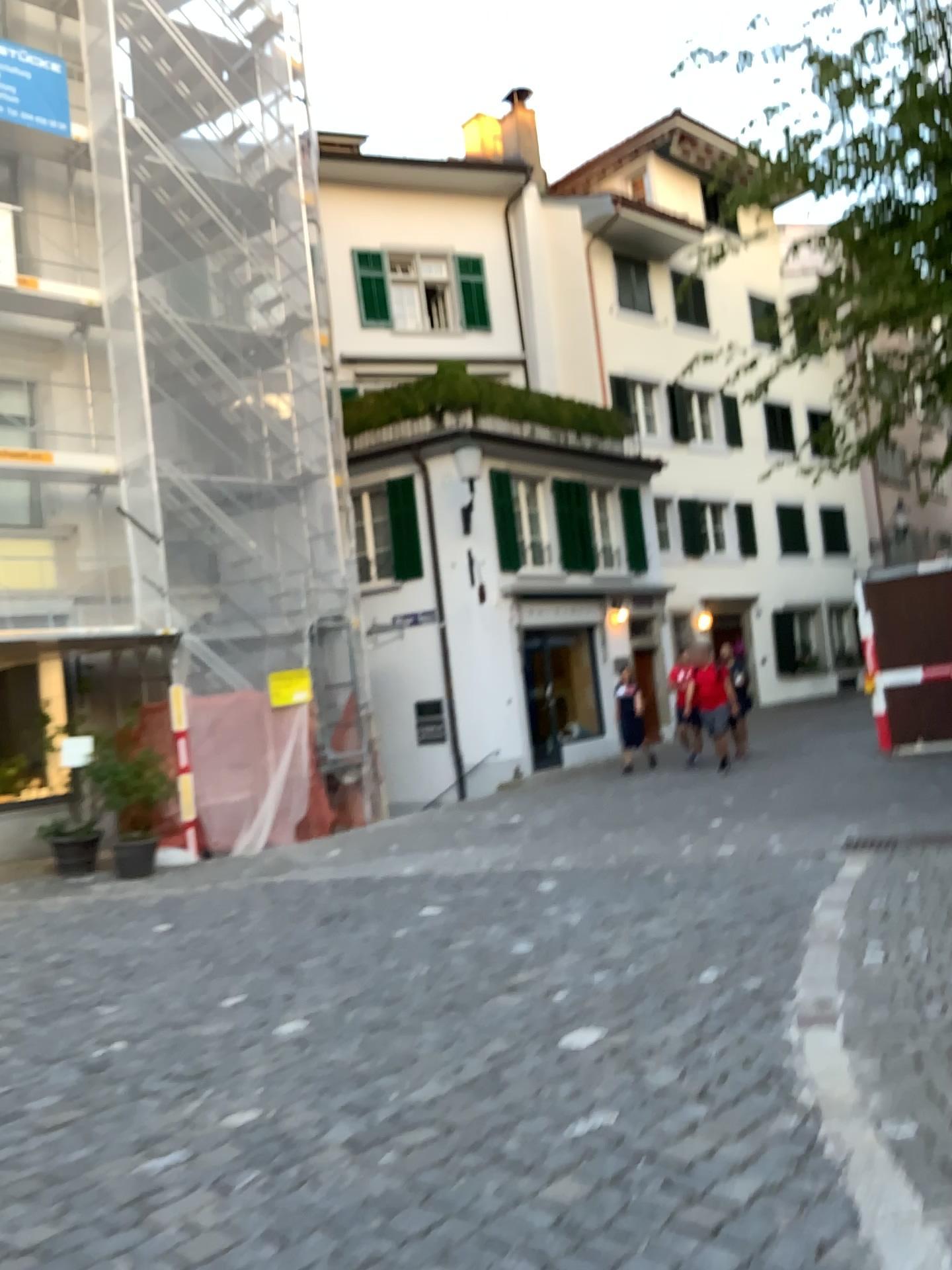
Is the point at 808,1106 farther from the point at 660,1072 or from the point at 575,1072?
the point at 575,1072
